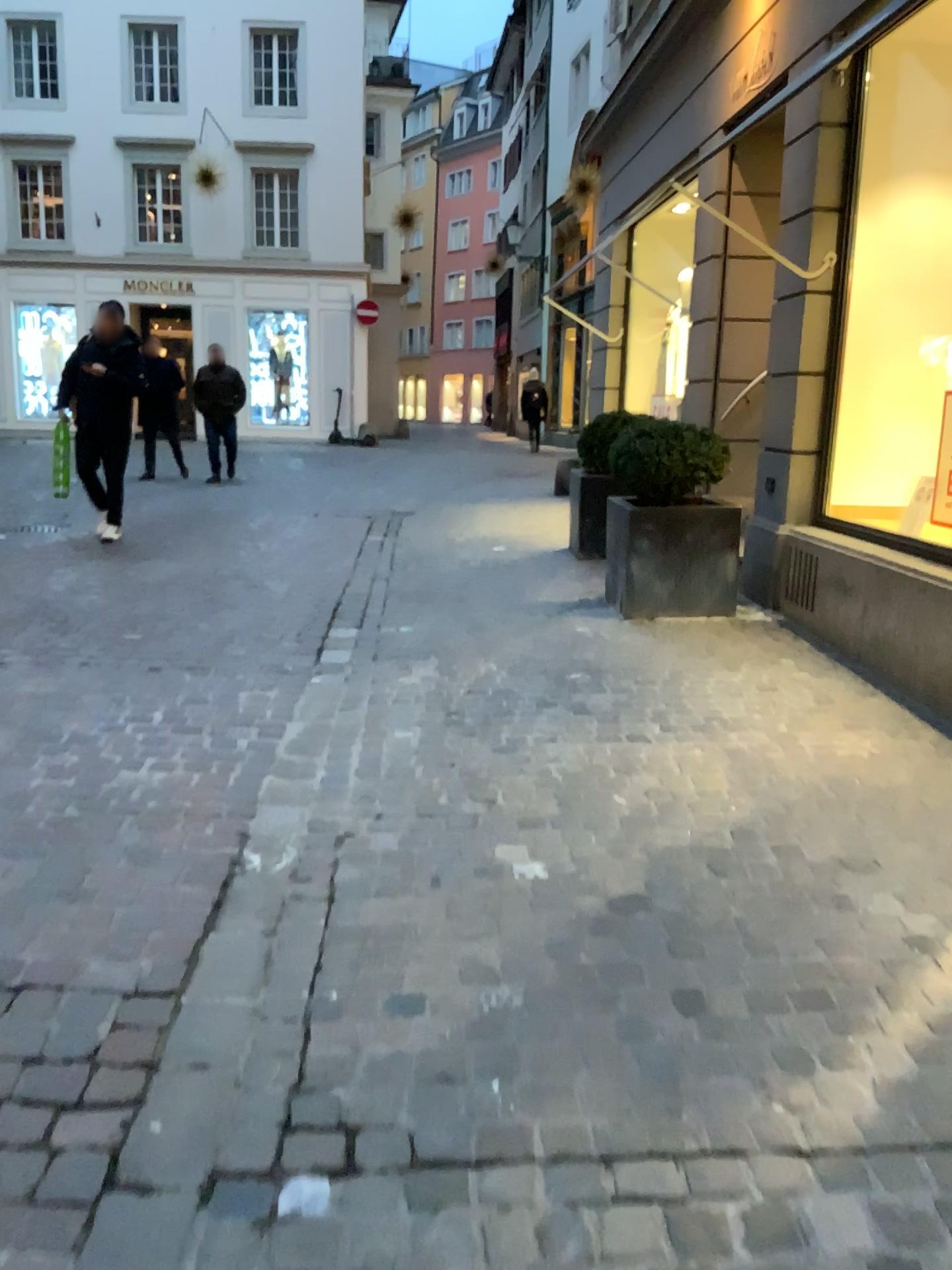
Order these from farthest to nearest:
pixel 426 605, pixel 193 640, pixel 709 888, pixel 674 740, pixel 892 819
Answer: pixel 426 605, pixel 193 640, pixel 674 740, pixel 892 819, pixel 709 888
